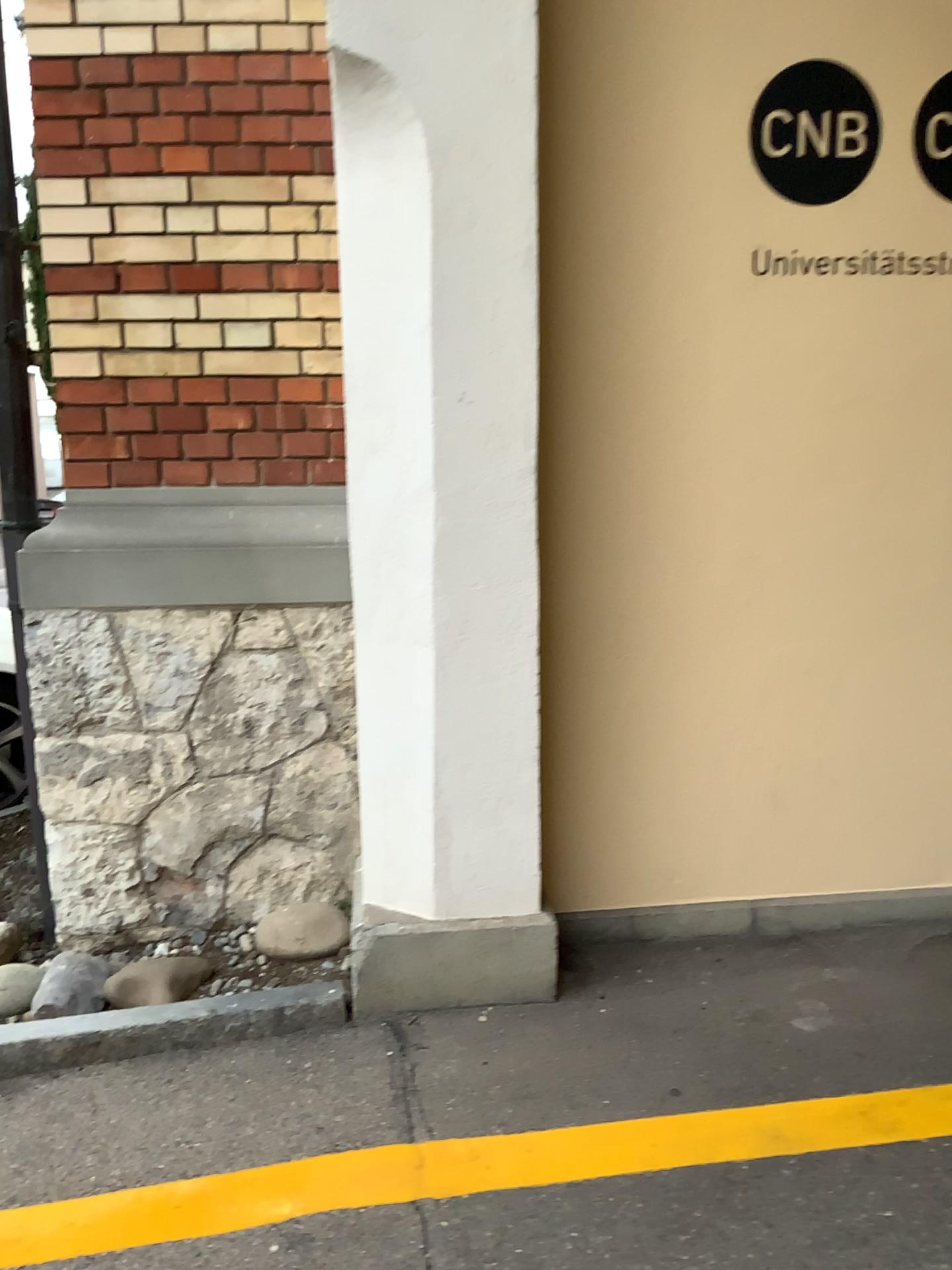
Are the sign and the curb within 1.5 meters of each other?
no

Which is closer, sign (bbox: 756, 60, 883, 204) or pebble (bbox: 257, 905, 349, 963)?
sign (bbox: 756, 60, 883, 204)

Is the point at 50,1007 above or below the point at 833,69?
below

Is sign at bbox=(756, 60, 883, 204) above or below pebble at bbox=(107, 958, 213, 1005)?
above

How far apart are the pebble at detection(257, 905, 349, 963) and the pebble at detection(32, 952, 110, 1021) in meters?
0.4 m

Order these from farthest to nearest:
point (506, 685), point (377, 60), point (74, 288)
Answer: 1. point (74, 288)
2. point (506, 685)
3. point (377, 60)

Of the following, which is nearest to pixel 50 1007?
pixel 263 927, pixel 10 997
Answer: pixel 10 997

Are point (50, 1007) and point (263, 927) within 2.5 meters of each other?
yes

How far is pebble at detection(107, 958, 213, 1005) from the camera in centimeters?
268cm

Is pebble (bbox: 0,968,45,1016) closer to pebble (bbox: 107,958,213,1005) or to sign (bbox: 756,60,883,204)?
pebble (bbox: 107,958,213,1005)
